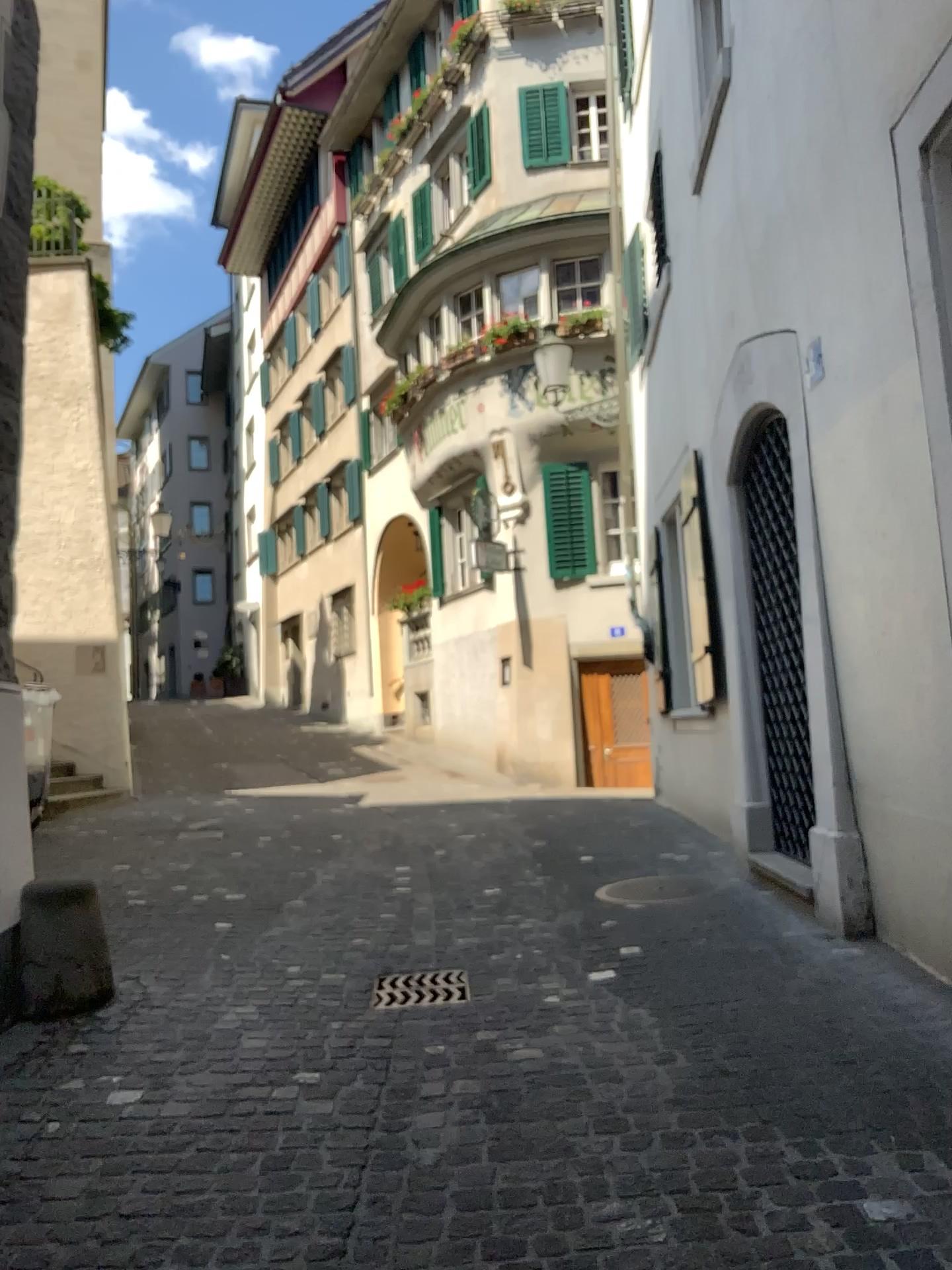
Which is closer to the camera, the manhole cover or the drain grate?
the drain grate

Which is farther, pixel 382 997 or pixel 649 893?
pixel 649 893

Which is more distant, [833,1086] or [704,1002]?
[704,1002]

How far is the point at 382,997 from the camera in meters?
4.0 m

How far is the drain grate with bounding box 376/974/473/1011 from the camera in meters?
4.0 m
